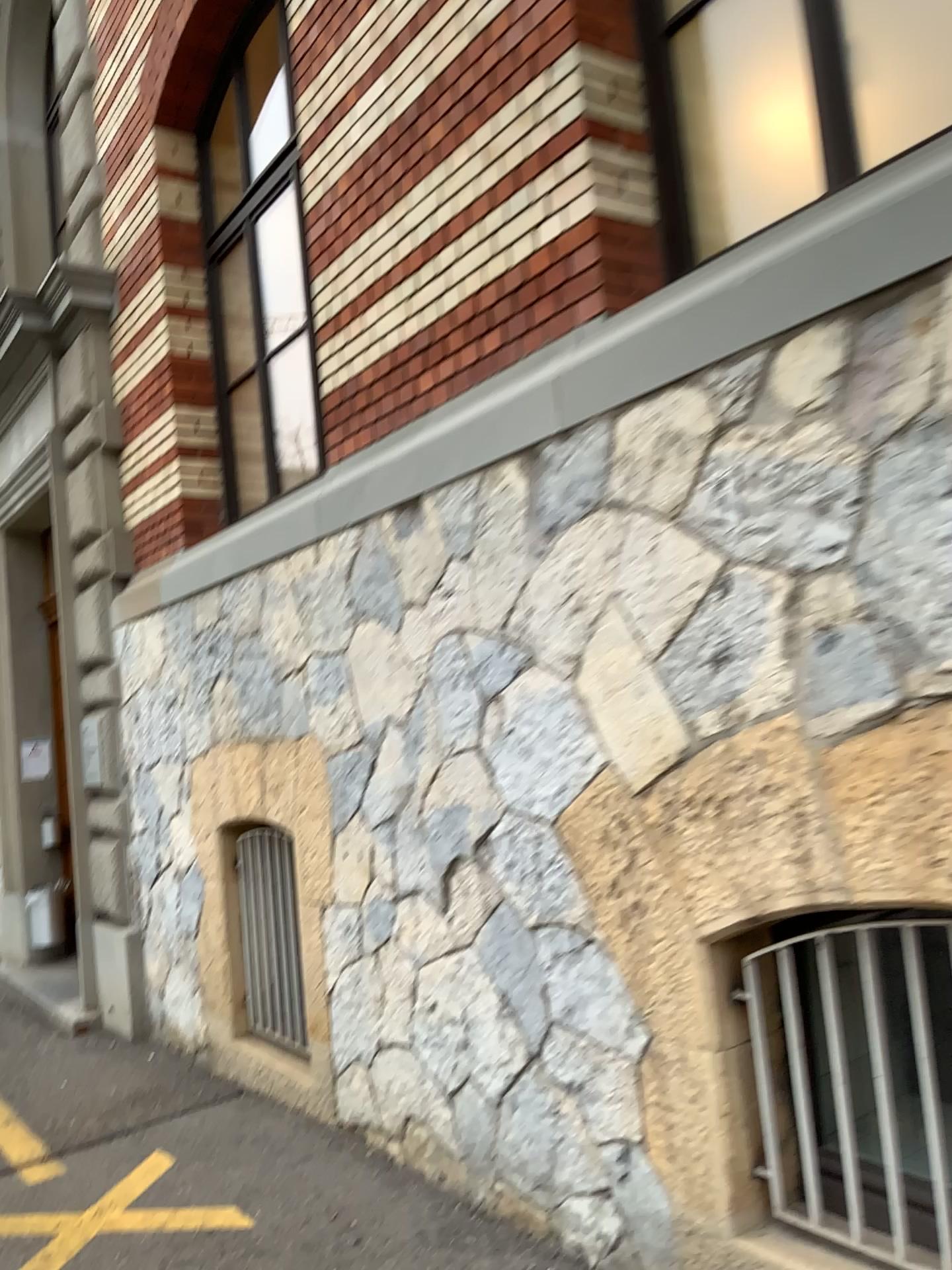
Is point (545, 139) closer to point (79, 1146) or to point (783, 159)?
point (783, 159)

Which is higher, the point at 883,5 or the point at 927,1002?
the point at 883,5

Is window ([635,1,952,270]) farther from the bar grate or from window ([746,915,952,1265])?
the bar grate

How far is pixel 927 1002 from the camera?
2.3m

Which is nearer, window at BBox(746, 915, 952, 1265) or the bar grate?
window at BBox(746, 915, 952, 1265)

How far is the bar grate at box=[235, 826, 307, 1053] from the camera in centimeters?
472cm

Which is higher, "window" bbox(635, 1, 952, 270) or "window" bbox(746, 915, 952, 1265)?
"window" bbox(635, 1, 952, 270)

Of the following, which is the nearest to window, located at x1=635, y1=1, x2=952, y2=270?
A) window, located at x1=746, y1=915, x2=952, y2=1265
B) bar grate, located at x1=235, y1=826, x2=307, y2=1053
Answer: window, located at x1=746, y1=915, x2=952, y2=1265

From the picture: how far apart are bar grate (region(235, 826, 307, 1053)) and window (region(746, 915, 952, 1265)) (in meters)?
2.64

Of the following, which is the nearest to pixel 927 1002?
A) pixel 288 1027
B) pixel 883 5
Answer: pixel 883 5
